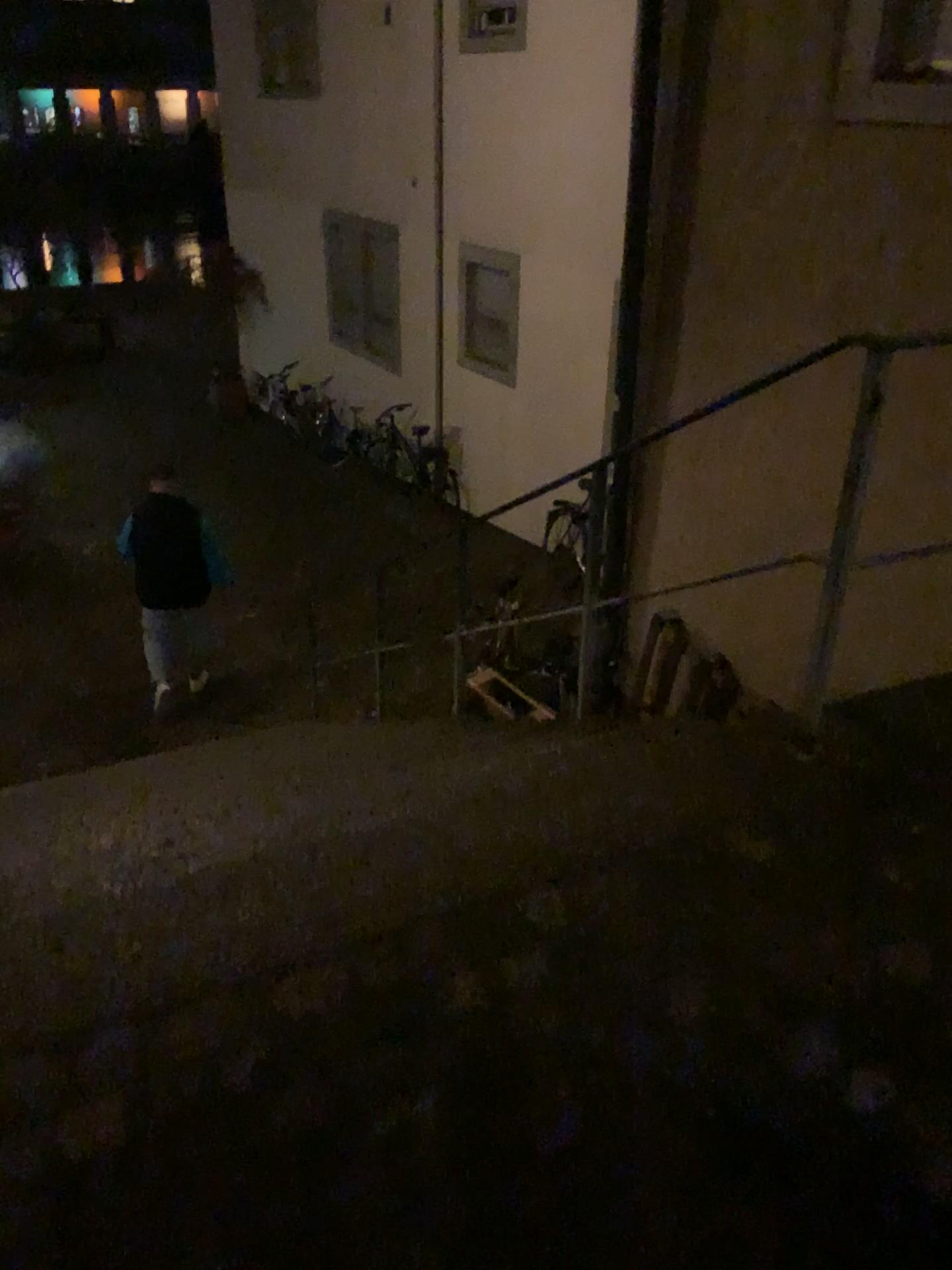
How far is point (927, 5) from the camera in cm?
335

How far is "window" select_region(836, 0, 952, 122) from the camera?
3.4m

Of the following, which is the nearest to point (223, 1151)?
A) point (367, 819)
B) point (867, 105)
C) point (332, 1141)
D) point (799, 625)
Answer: point (332, 1141)
